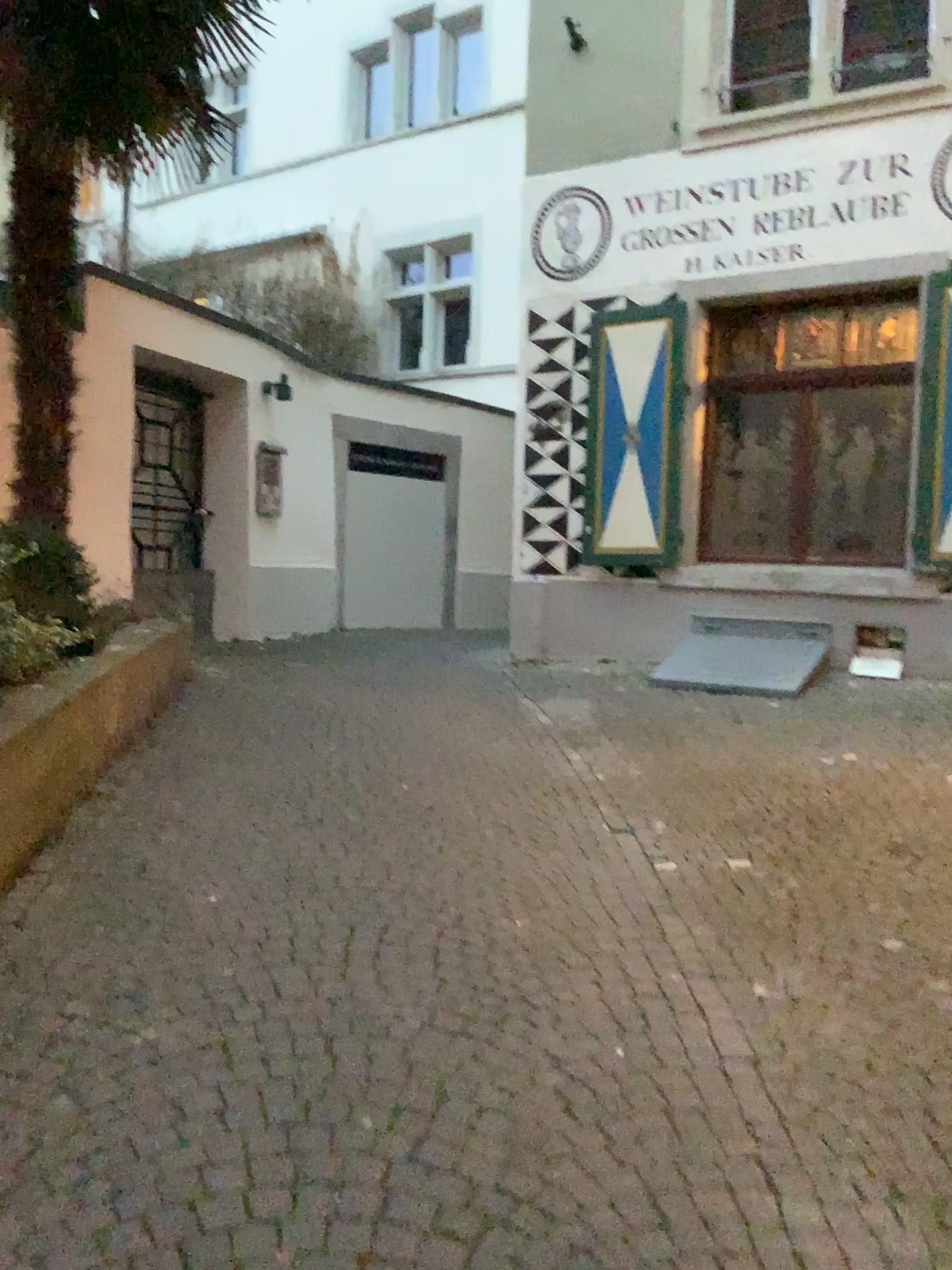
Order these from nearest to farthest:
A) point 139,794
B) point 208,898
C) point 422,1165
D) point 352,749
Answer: point 422,1165, point 208,898, point 139,794, point 352,749
